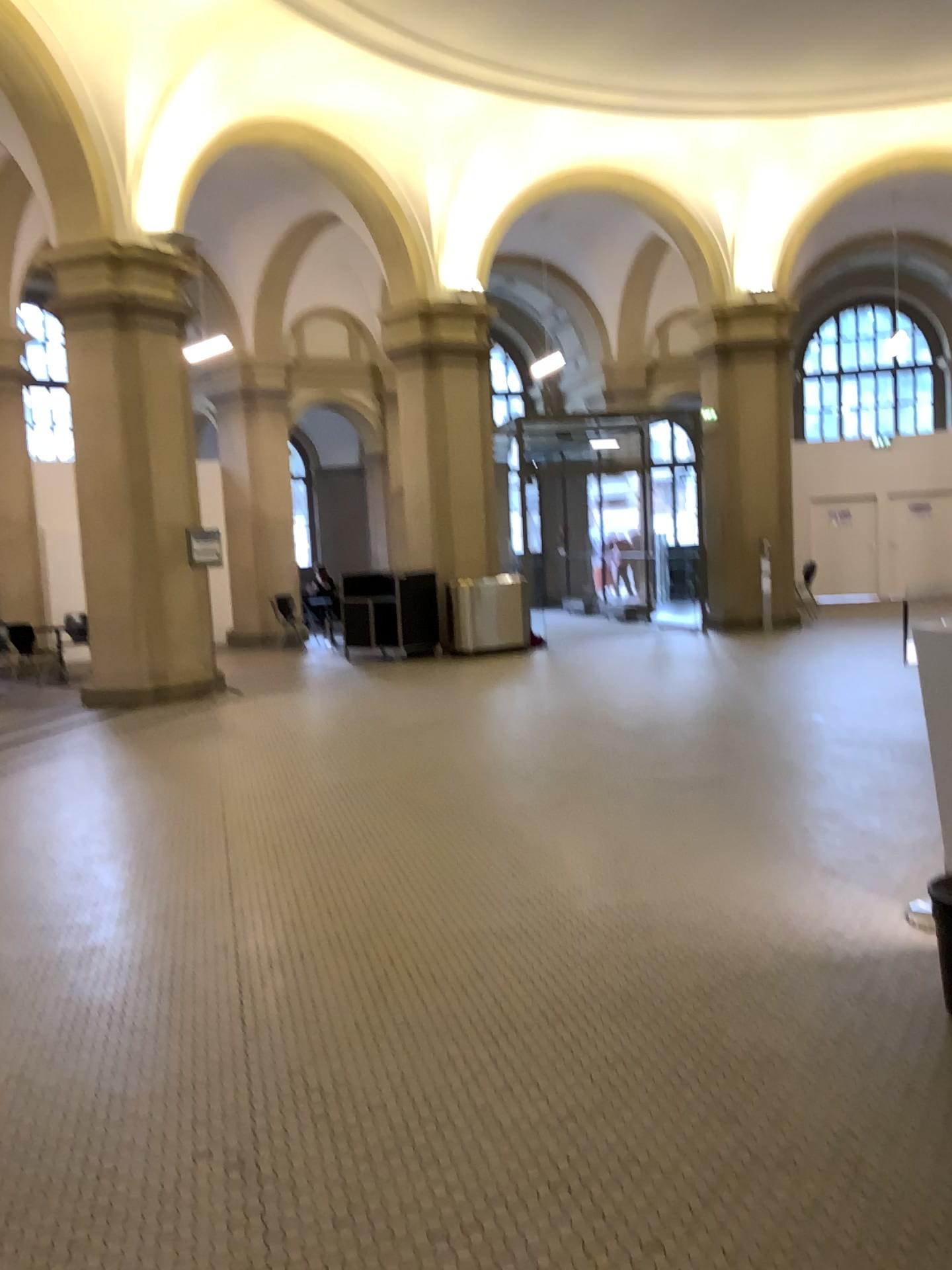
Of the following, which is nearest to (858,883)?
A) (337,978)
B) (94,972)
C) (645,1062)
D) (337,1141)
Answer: (645,1062)
